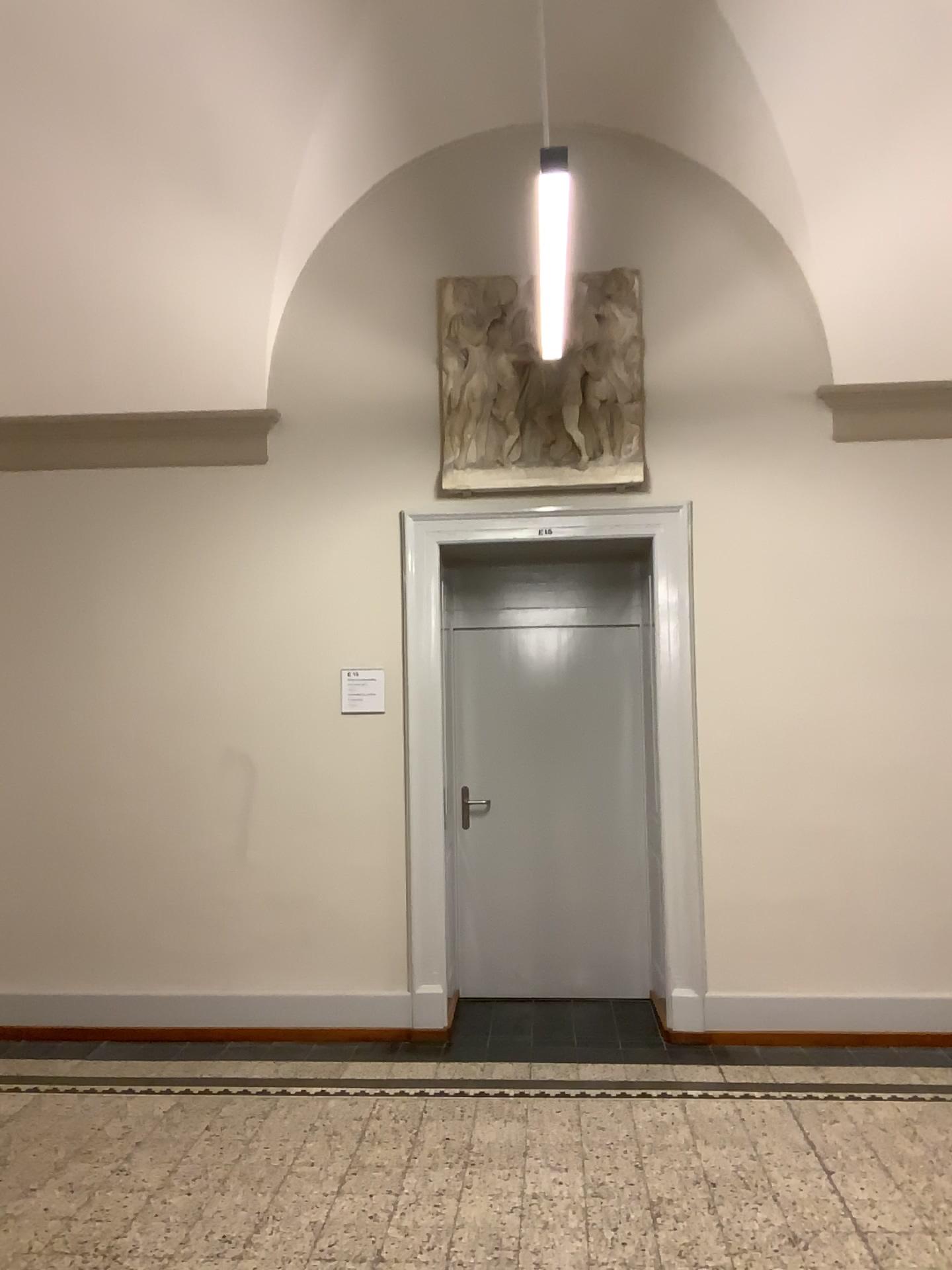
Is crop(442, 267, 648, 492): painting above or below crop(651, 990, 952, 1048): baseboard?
above

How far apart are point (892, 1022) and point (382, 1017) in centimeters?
232cm

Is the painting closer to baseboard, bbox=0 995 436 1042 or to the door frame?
the door frame

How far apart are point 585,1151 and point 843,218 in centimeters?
405cm

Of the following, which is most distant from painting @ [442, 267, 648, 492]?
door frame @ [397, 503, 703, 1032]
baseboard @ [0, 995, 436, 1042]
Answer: Result: baseboard @ [0, 995, 436, 1042]

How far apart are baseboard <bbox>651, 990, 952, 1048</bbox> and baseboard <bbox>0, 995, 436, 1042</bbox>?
1.38m

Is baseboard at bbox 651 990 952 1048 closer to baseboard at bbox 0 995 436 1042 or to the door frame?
the door frame

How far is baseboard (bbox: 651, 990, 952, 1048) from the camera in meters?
4.7 m

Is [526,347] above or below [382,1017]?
above

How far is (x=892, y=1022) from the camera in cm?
473
